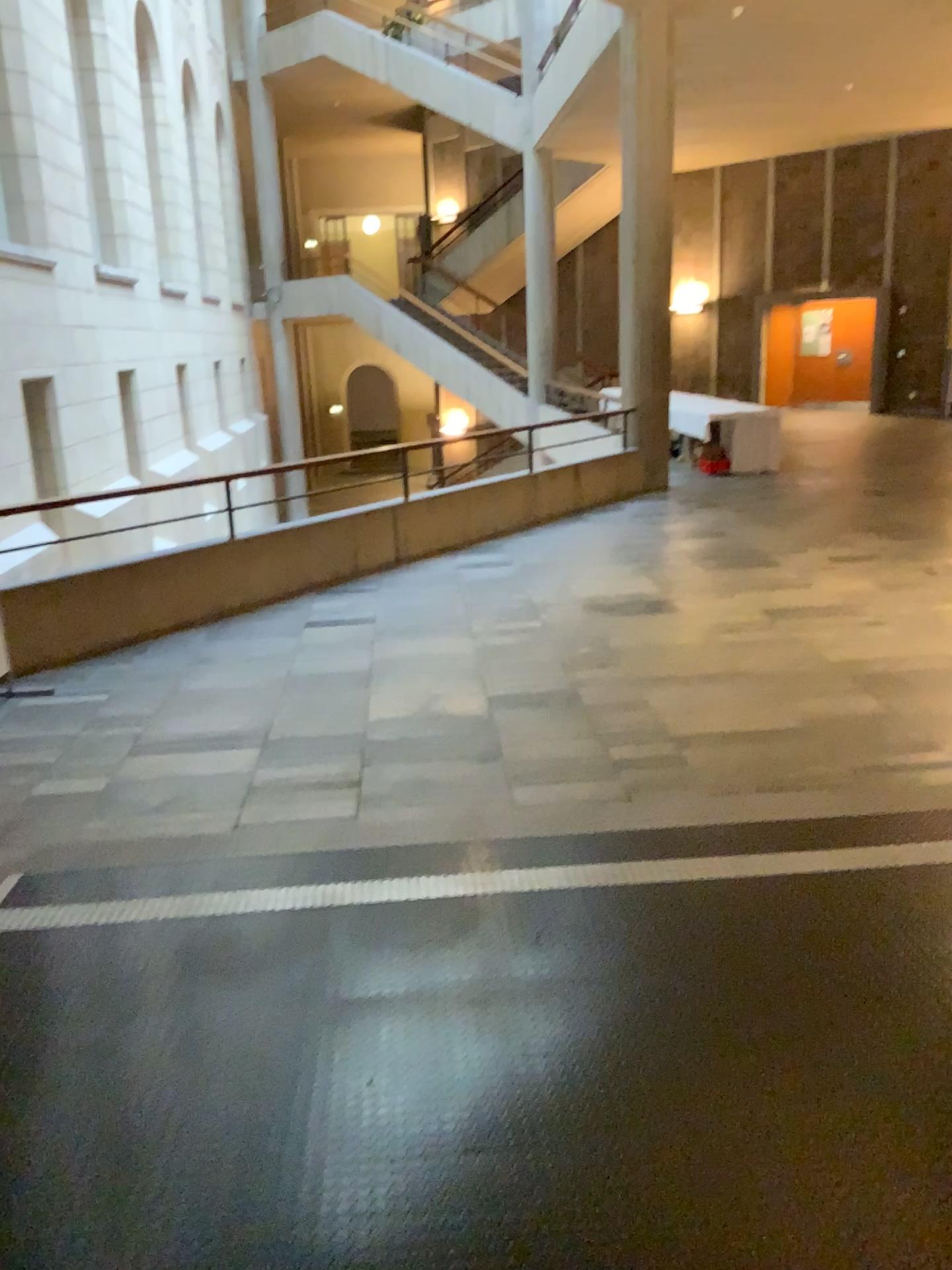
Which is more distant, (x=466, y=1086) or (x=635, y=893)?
(x=635, y=893)
